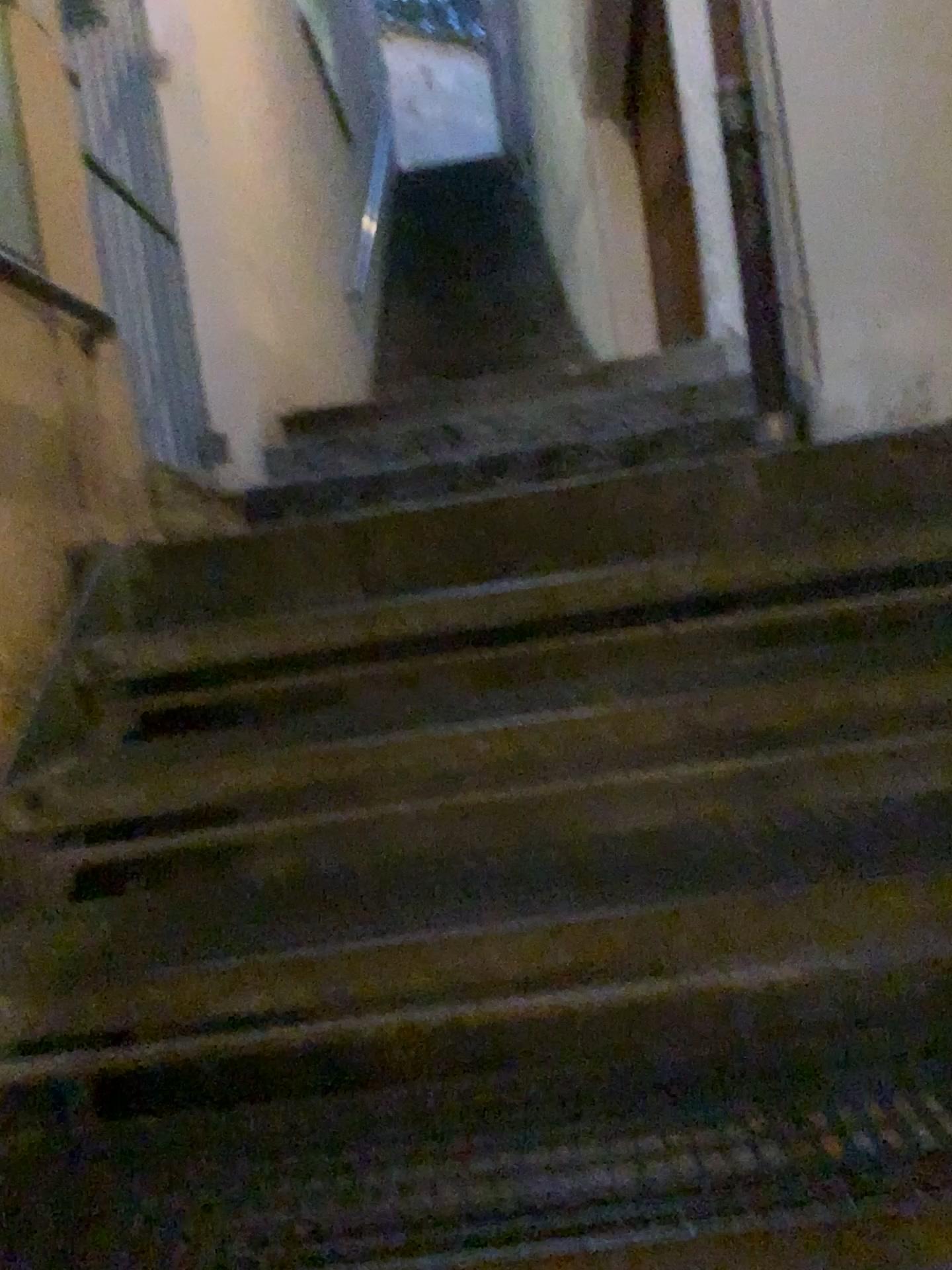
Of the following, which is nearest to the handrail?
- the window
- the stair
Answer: the window

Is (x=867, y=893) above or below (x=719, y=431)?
below

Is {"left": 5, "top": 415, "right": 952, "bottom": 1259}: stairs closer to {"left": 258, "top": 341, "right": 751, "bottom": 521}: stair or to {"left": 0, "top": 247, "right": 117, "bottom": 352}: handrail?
{"left": 0, "top": 247, "right": 117, "bottom": 352}: handrail

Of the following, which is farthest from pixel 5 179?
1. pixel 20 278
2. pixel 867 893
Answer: pixel 867 893

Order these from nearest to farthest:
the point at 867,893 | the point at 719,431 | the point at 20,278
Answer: the point at 867,893 < the point at 20,278 < the point at 719,431

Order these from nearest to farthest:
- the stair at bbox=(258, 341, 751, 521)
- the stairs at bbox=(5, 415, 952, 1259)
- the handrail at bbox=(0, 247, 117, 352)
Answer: the stairs at bbox=(5, 415, 952, 1259) < the handrail at bbox=(0, 247, 117, 352) < the stair at bbox=(258, 341, 751, 521)

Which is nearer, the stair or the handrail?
the handrail

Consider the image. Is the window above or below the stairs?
above

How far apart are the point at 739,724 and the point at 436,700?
0.6 meters

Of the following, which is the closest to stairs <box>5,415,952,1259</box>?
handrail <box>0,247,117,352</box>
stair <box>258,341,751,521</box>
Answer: handrail <box>0,247,117,352</box>
